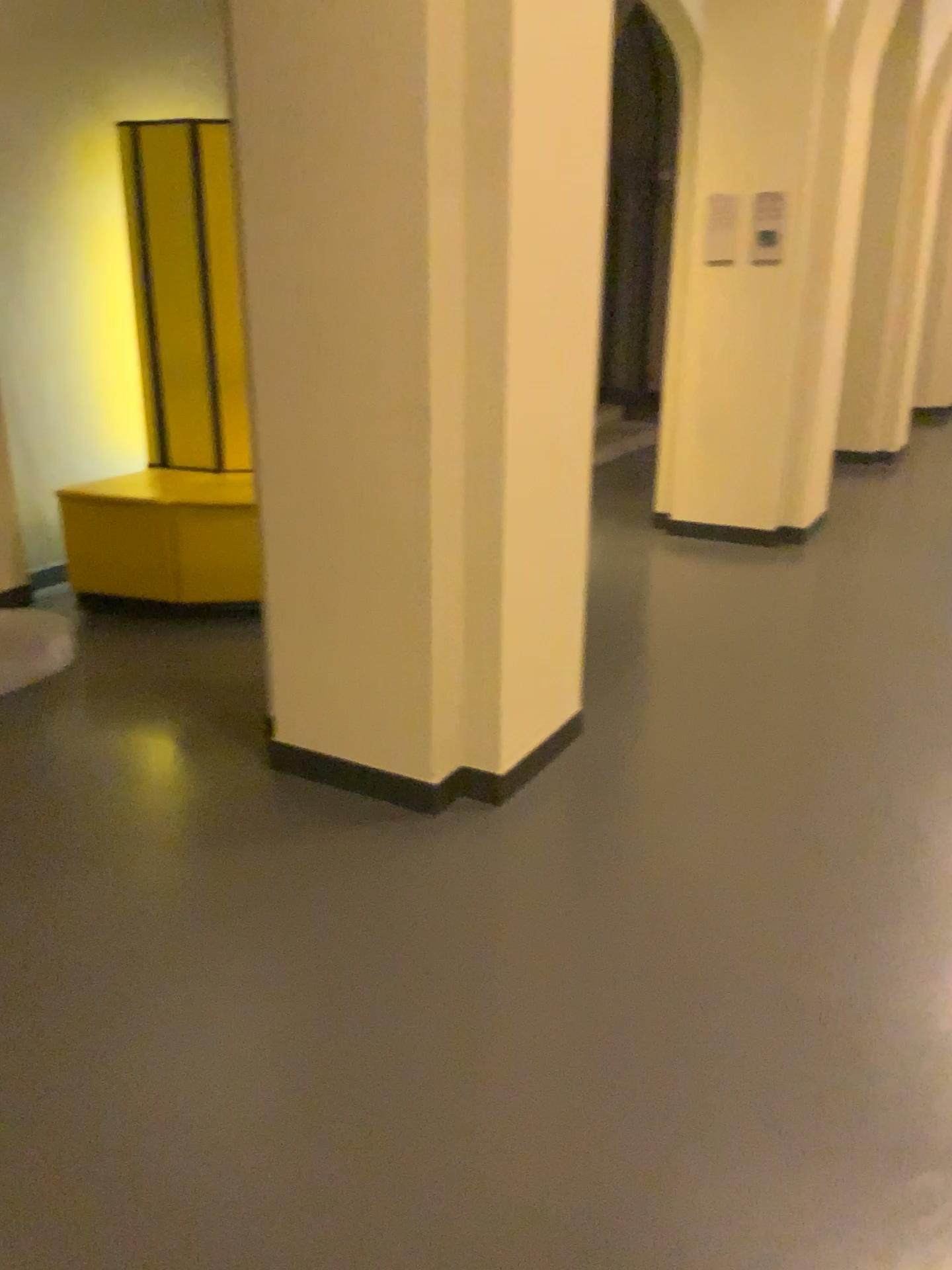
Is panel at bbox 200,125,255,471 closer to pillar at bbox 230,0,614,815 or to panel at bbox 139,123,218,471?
panel at bbox 139,123,218,471

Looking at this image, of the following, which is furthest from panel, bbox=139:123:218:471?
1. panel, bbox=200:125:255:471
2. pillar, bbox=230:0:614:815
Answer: pillar, bbox=230:0:614:815

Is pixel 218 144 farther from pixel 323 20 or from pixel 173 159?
pixel 323 20

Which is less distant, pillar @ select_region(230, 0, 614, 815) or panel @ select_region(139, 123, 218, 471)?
pillar @ select_region(230, 0, 614, 815)

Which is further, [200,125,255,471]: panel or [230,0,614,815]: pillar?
[200,125,255,471]: panel

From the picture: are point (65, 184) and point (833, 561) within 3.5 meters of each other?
no

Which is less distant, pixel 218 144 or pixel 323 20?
pixel 323 20

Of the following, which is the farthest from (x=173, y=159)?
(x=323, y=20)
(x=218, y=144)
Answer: (x=323, y=20)
